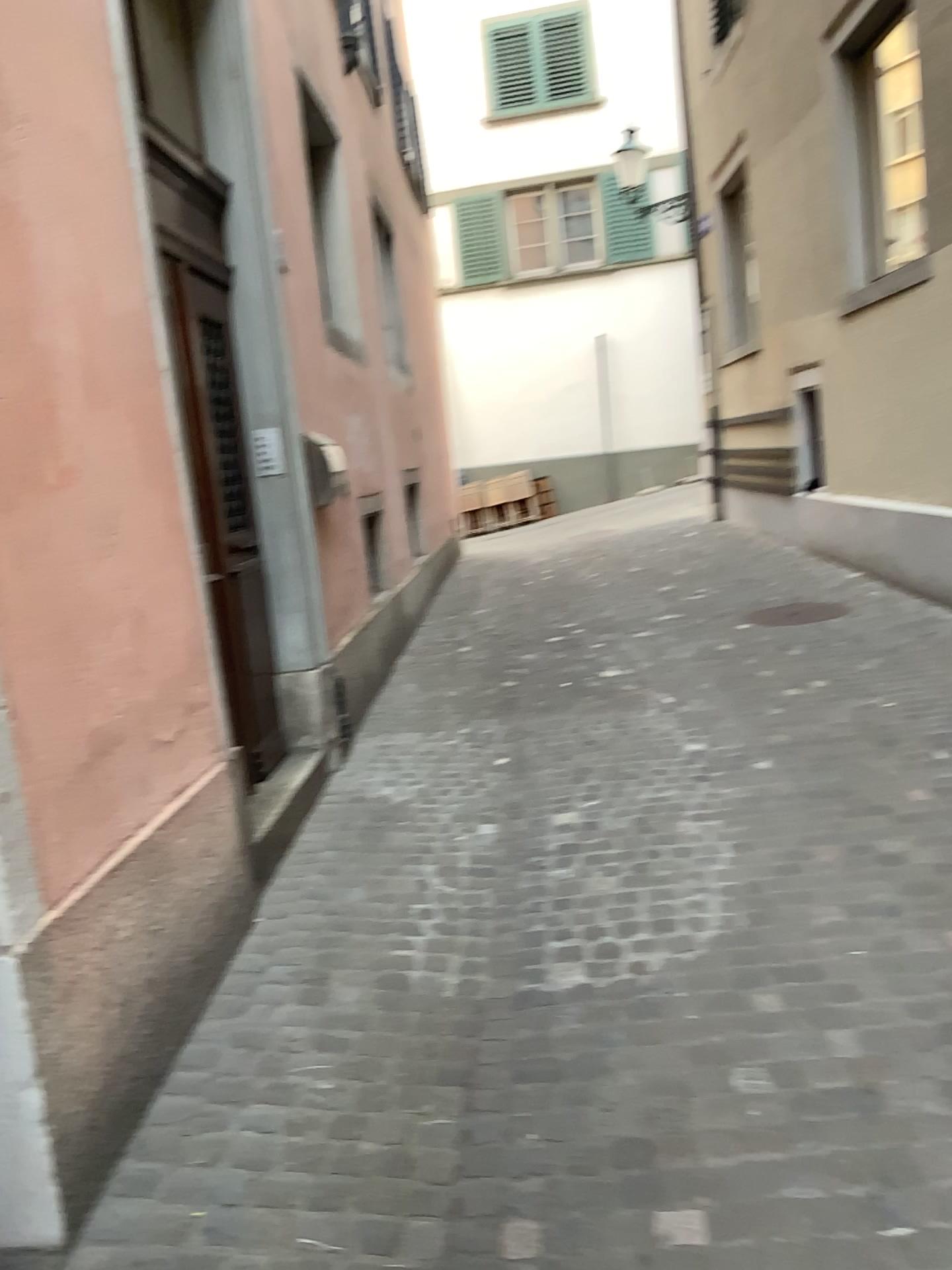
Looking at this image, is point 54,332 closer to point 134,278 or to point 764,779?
point 134,278
